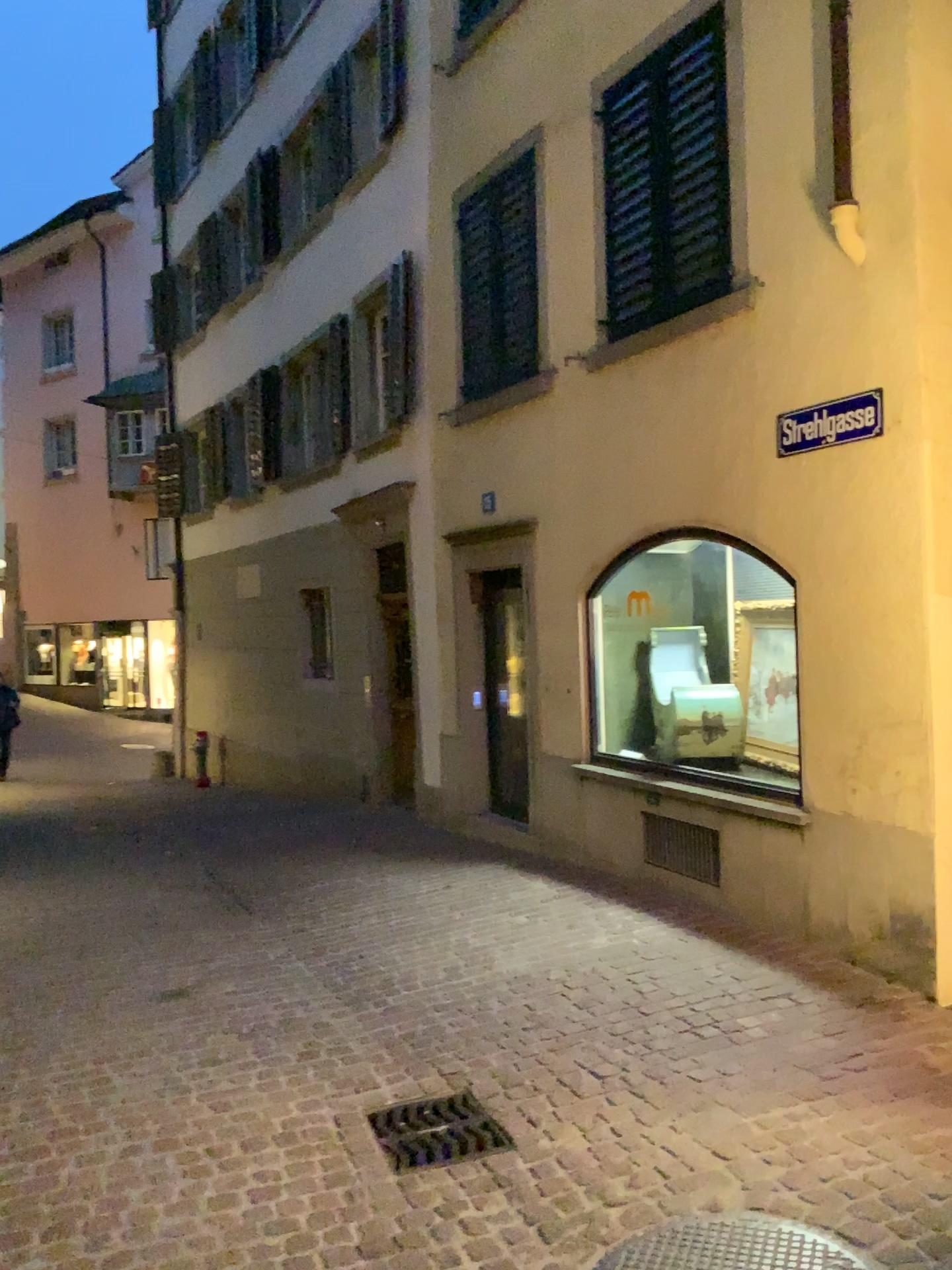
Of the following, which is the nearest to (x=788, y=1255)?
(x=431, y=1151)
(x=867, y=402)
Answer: (x=431, y=1151)

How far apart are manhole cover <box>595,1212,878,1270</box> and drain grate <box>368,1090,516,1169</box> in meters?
0.7

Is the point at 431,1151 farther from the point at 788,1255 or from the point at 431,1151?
the point at 788,1255

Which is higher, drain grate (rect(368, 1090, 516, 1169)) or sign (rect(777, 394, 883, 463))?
sign (rect(777, 394, 883, 463))

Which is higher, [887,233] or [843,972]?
[887,233]

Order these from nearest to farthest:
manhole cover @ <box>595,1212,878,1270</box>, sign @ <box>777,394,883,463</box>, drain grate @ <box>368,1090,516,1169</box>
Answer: manhole cover @ <box>595,1212,878,1270</box>
drain grate @ <box>368,1090,516,1169</box>
sign @ <box>777,394,883,463</box>

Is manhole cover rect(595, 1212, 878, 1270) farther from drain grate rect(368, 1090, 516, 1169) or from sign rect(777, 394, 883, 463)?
sign rect(777, 394, 883, 463)

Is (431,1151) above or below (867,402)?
below

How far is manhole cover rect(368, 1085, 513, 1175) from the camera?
3.2 meters

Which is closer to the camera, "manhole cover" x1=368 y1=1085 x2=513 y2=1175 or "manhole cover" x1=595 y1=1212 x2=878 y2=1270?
"manhole cover" x1=595 y1=1212 x2=878 y2=1270
